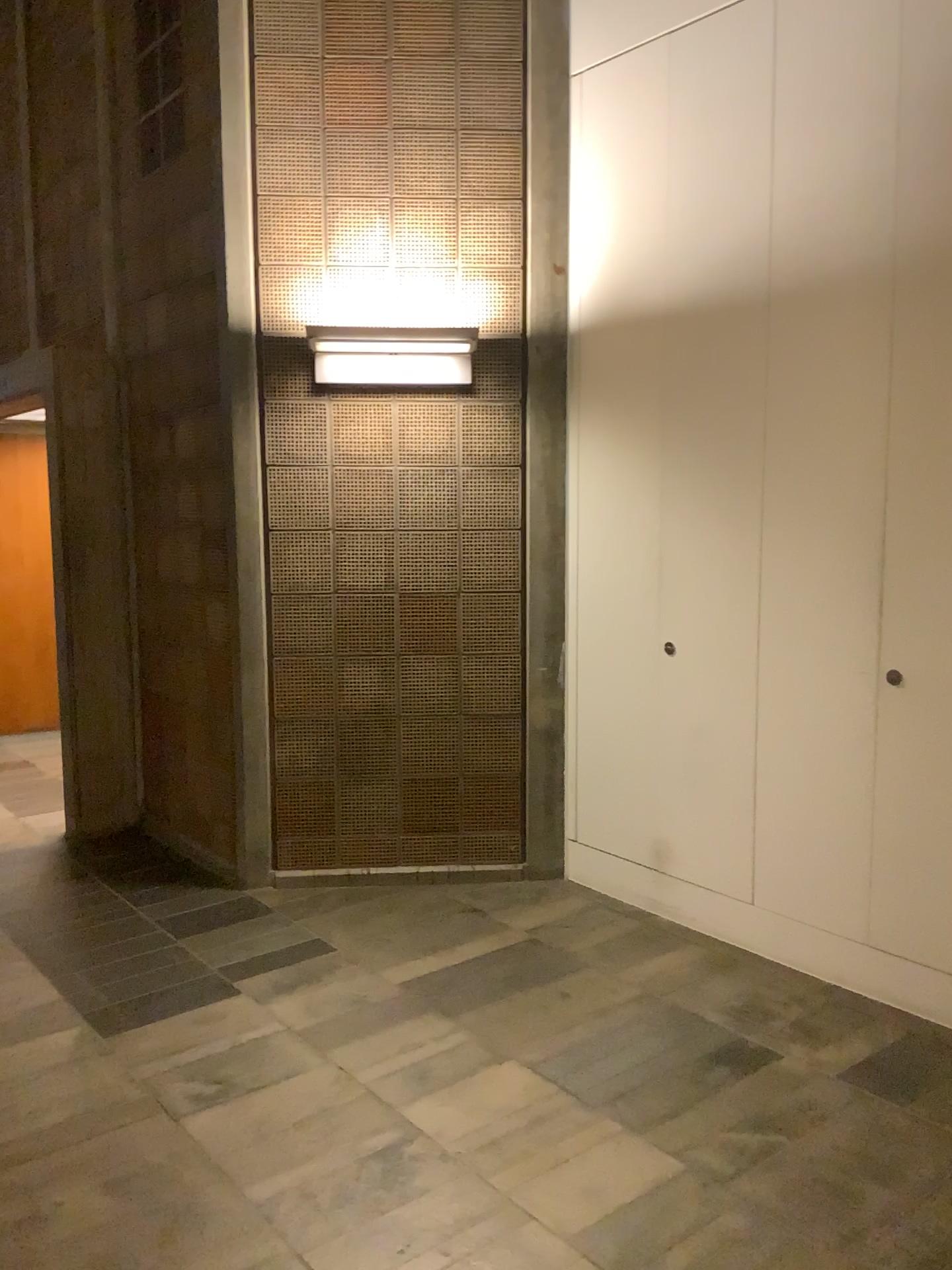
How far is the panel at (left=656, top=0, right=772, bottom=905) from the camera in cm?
347

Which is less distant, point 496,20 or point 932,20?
point 932,20

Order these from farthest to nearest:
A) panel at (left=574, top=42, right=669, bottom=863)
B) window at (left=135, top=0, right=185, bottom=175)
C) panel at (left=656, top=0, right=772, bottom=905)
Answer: window at (left=135, top=0, right=185, bottom=175), panel at (left=574, top=42, right=669, bottom=863), panel at (left=656, top=0, right=772, bottom=905)

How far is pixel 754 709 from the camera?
3.58m

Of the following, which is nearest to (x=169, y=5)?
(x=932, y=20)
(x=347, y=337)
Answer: (x=347, y=337)

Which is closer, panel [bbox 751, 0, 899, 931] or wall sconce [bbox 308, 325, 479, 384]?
panel [bbox 751, 0, 899, 931]

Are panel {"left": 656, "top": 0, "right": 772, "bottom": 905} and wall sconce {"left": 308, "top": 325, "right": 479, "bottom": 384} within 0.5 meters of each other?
no

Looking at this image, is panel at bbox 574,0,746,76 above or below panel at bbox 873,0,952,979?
above

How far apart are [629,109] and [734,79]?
0.47m

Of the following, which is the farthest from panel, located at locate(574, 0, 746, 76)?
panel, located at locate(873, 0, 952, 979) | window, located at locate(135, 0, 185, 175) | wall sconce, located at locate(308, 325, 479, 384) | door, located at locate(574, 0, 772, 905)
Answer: window, located at locate(135, 0, 185, 175)
